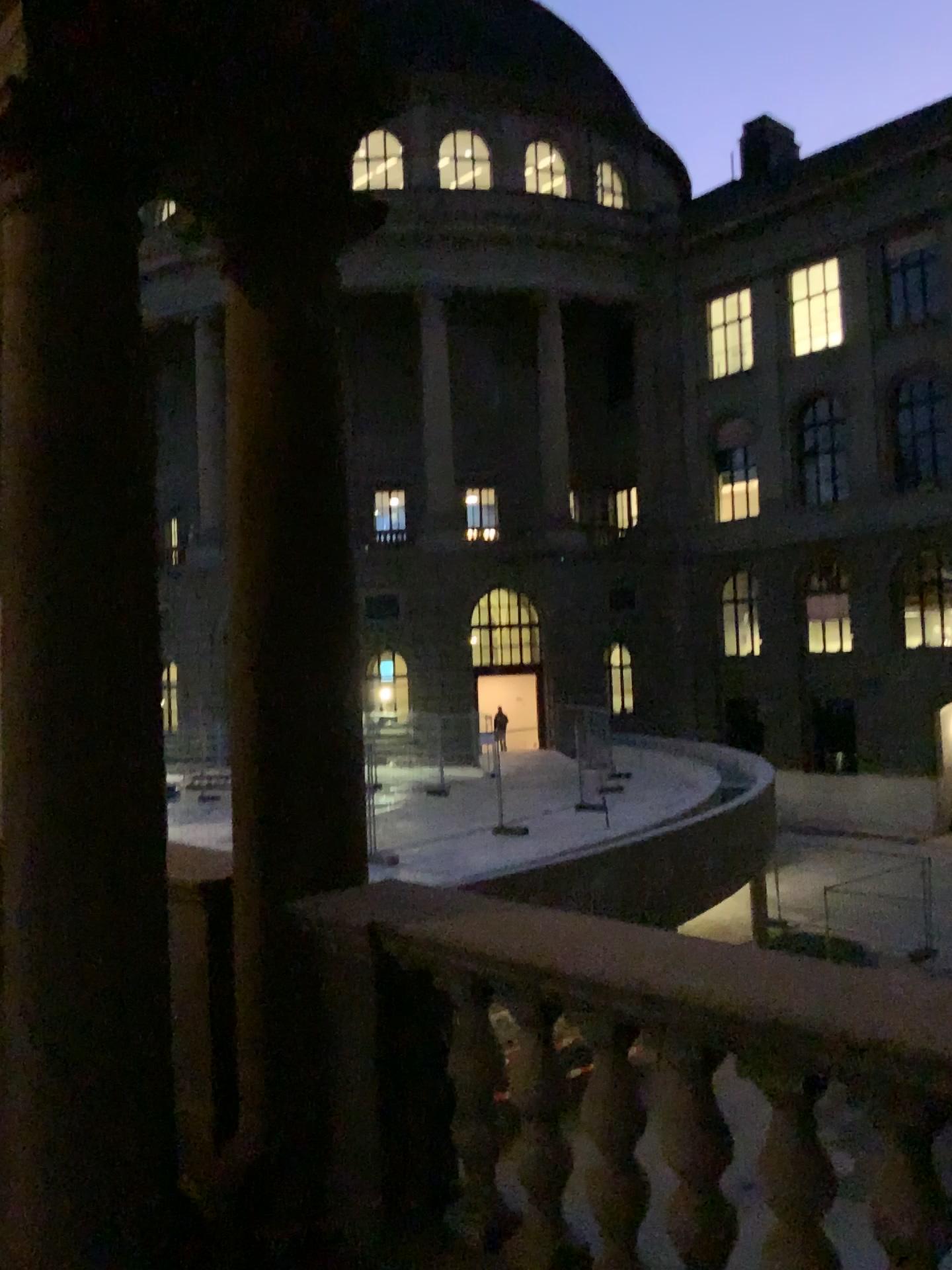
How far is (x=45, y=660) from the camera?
2.71m
